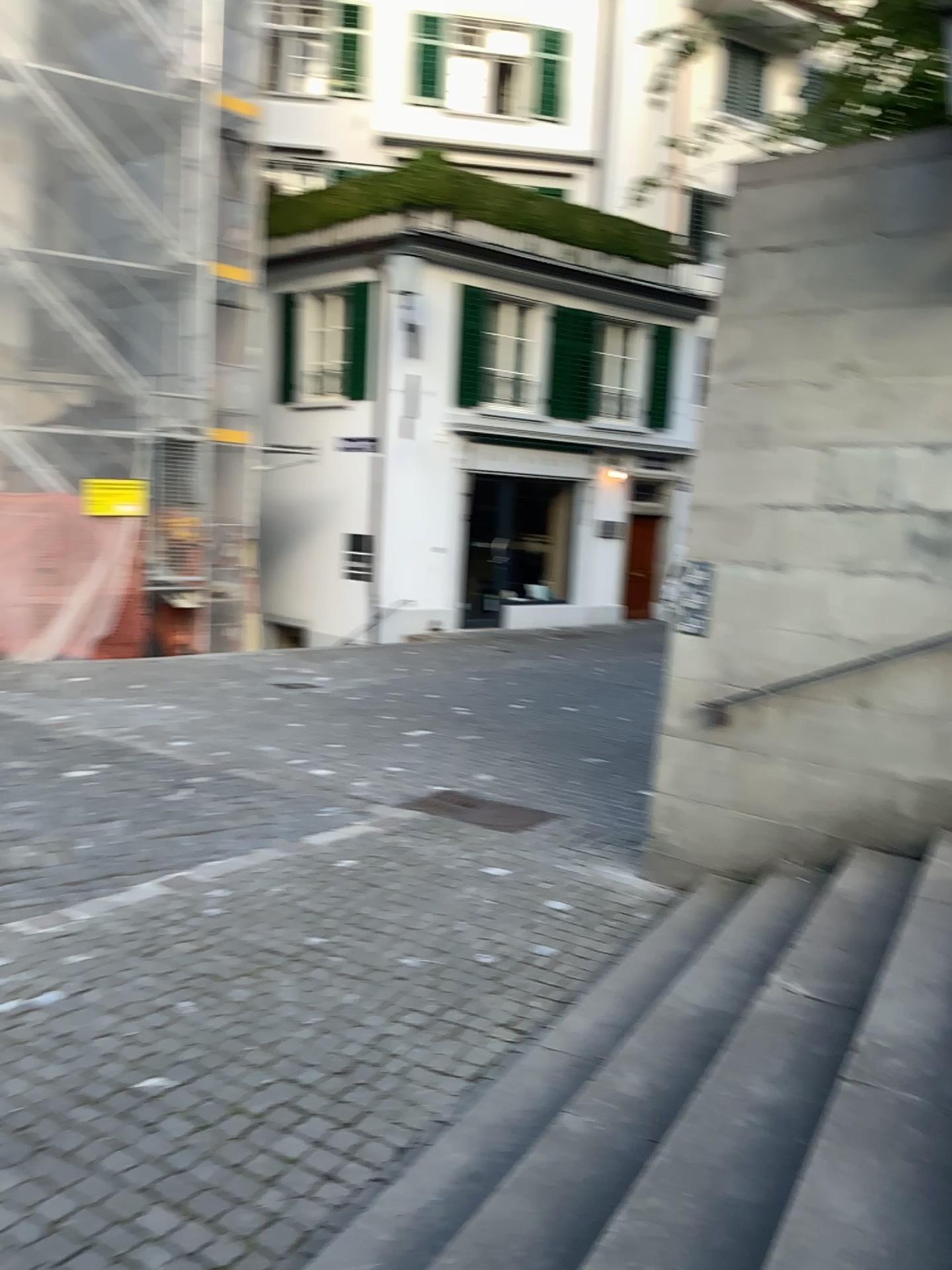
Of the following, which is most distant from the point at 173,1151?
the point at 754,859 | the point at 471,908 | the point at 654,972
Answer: the point at 754,859
